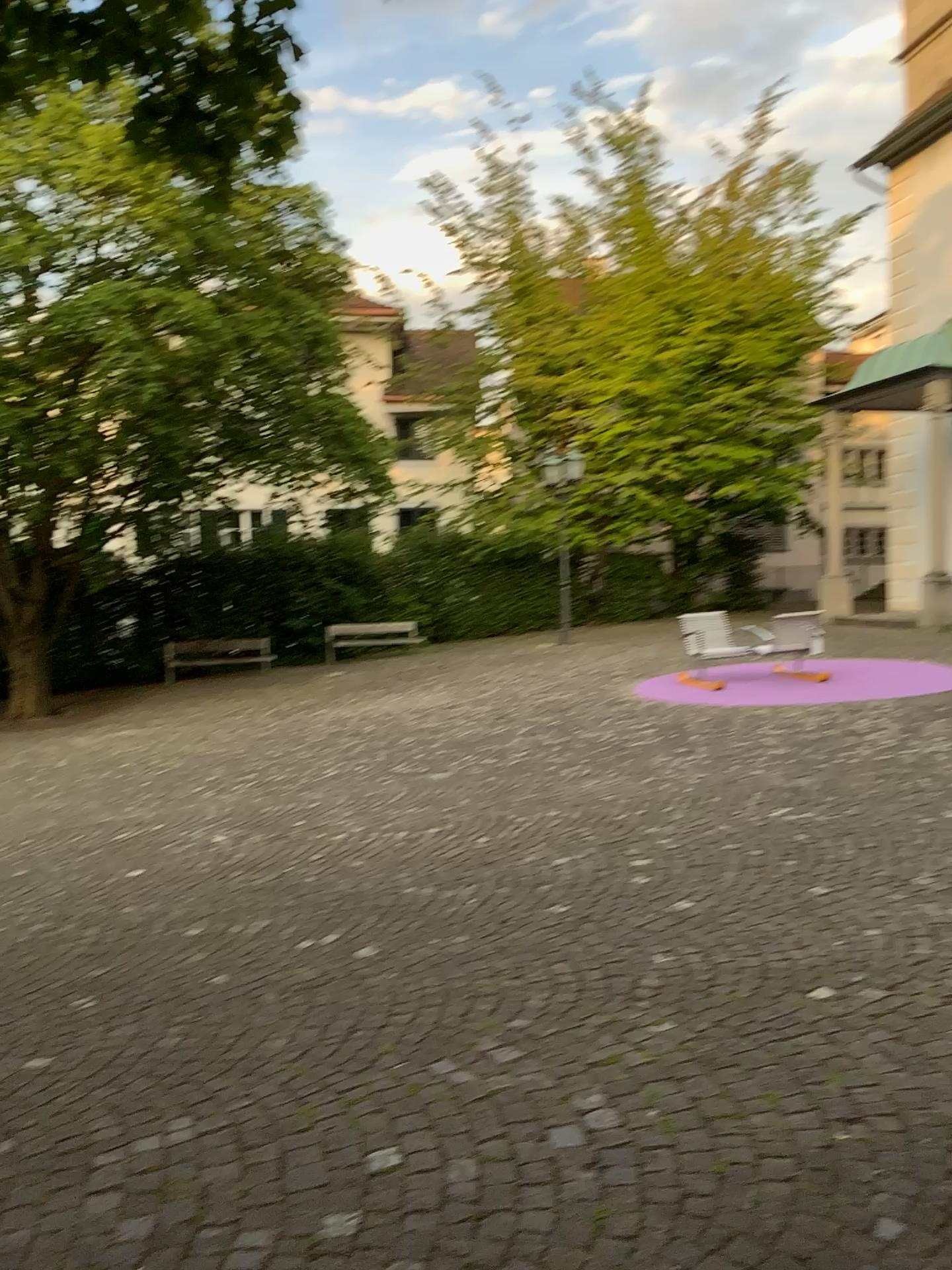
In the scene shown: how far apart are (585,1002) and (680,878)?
1.5 meters
